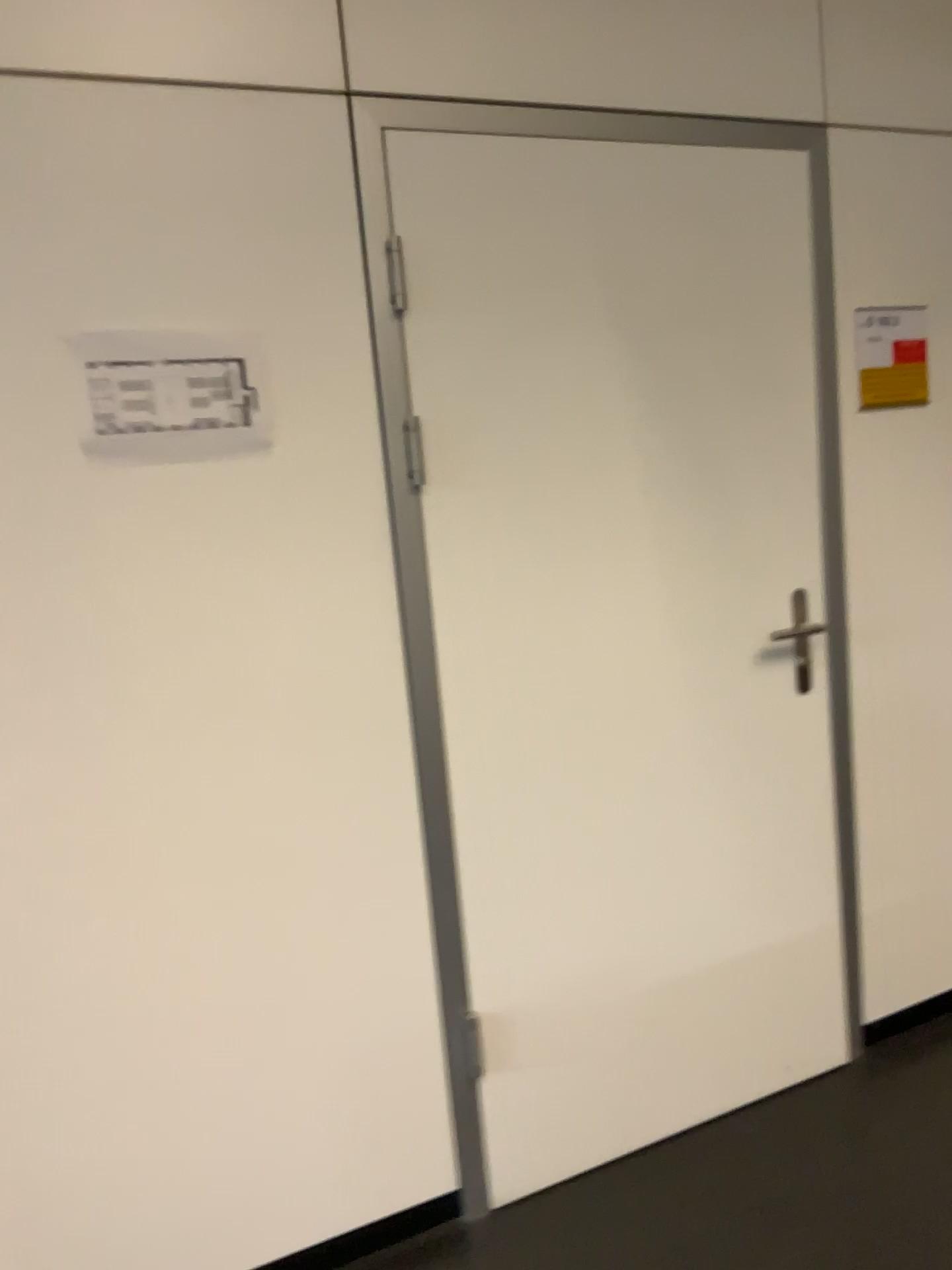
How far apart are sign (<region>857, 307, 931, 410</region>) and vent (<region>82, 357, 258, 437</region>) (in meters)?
1.36

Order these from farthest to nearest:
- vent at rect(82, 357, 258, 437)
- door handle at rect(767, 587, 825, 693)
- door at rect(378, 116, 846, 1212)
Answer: door handle at rect(767, 587, 825, 693) < door at rect(378, 116, 846, 1212) < vent at rect(82, 357, 258, 437)

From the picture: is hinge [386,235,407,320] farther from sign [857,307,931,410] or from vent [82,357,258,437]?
sign [857,307,931,410]

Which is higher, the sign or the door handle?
the sign

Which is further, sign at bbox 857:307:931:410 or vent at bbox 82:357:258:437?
sign at bbox 857:307:931:410

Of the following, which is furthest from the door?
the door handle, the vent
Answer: the vent

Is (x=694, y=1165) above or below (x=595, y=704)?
below

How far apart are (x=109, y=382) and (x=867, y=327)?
1.61m

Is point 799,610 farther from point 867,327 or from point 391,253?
point 391,253

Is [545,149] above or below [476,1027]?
above
